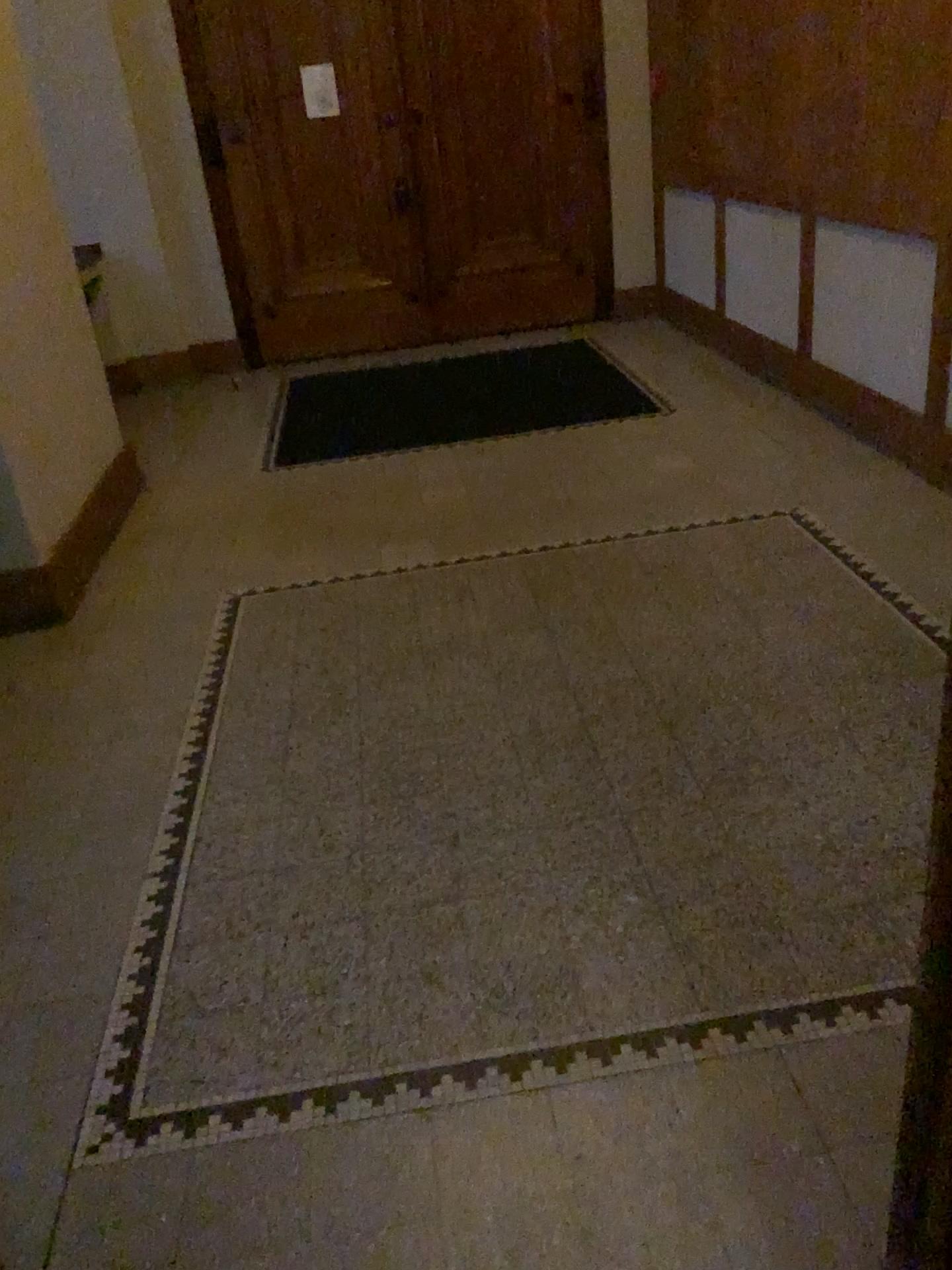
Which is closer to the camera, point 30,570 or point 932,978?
point 932,978

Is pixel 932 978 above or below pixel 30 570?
above

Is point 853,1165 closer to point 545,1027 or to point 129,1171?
point 545,1027

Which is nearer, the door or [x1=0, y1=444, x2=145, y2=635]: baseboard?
the door
